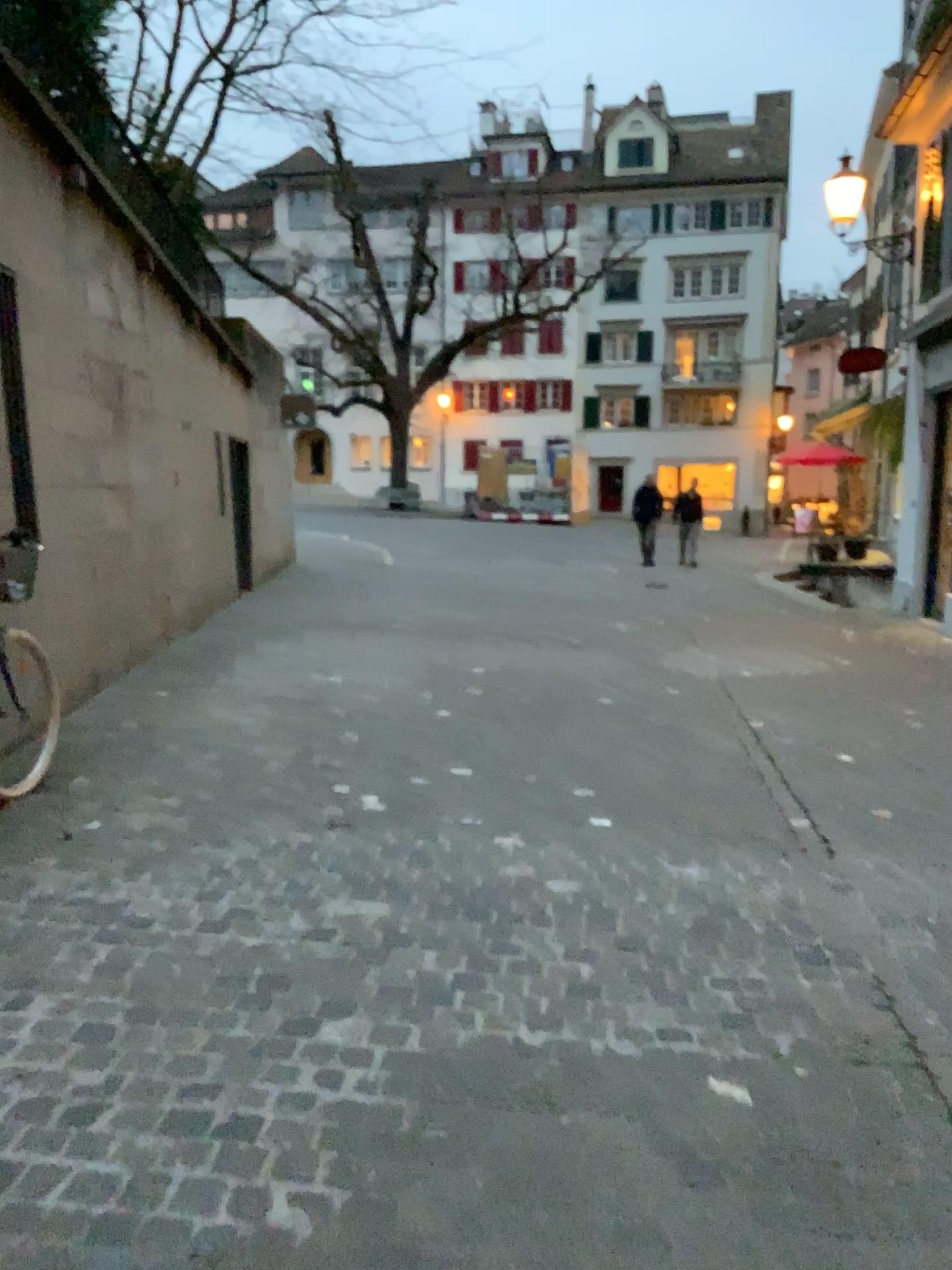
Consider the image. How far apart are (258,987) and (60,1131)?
0.7 meters
